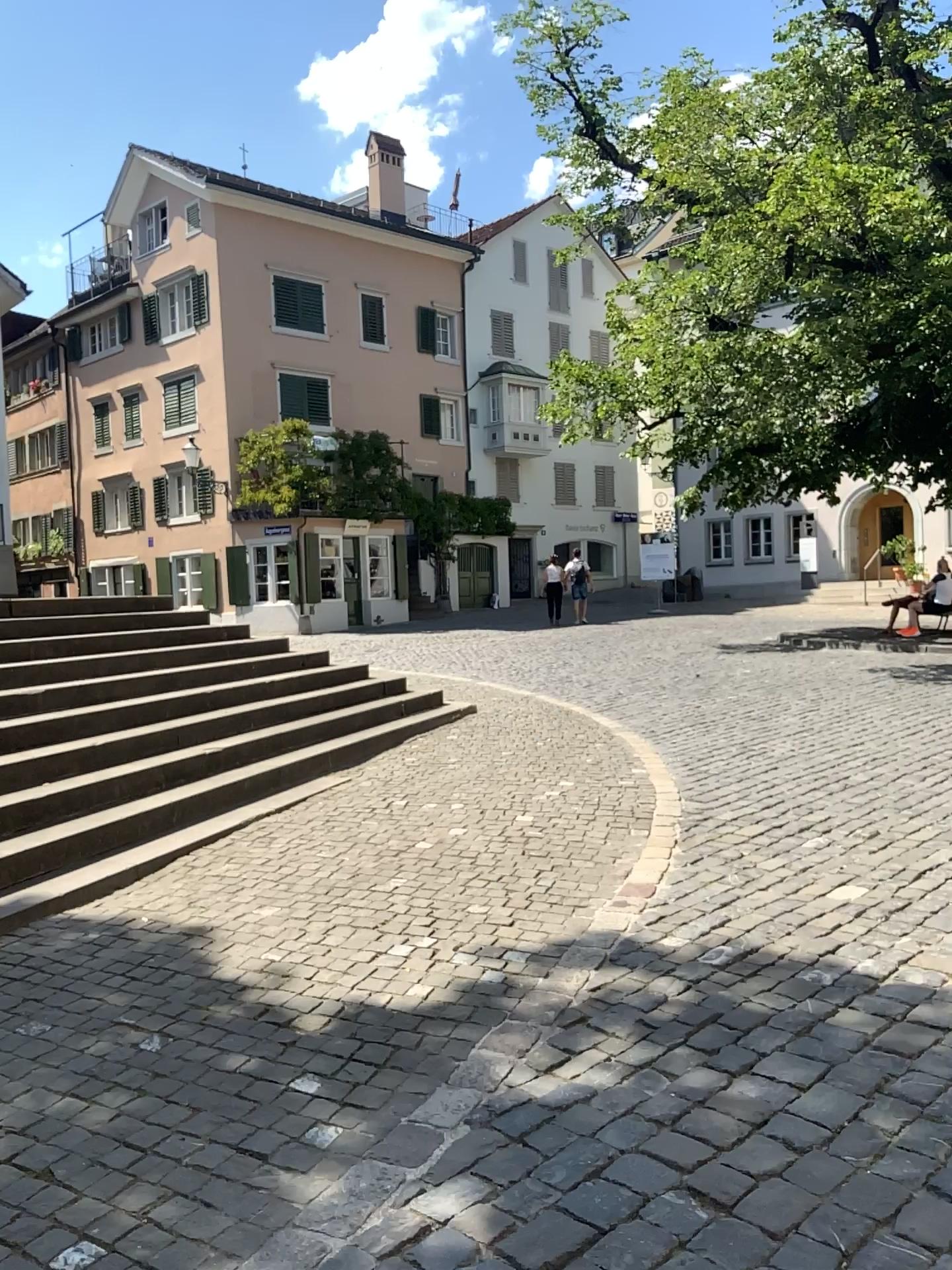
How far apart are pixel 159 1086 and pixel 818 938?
2.5m
